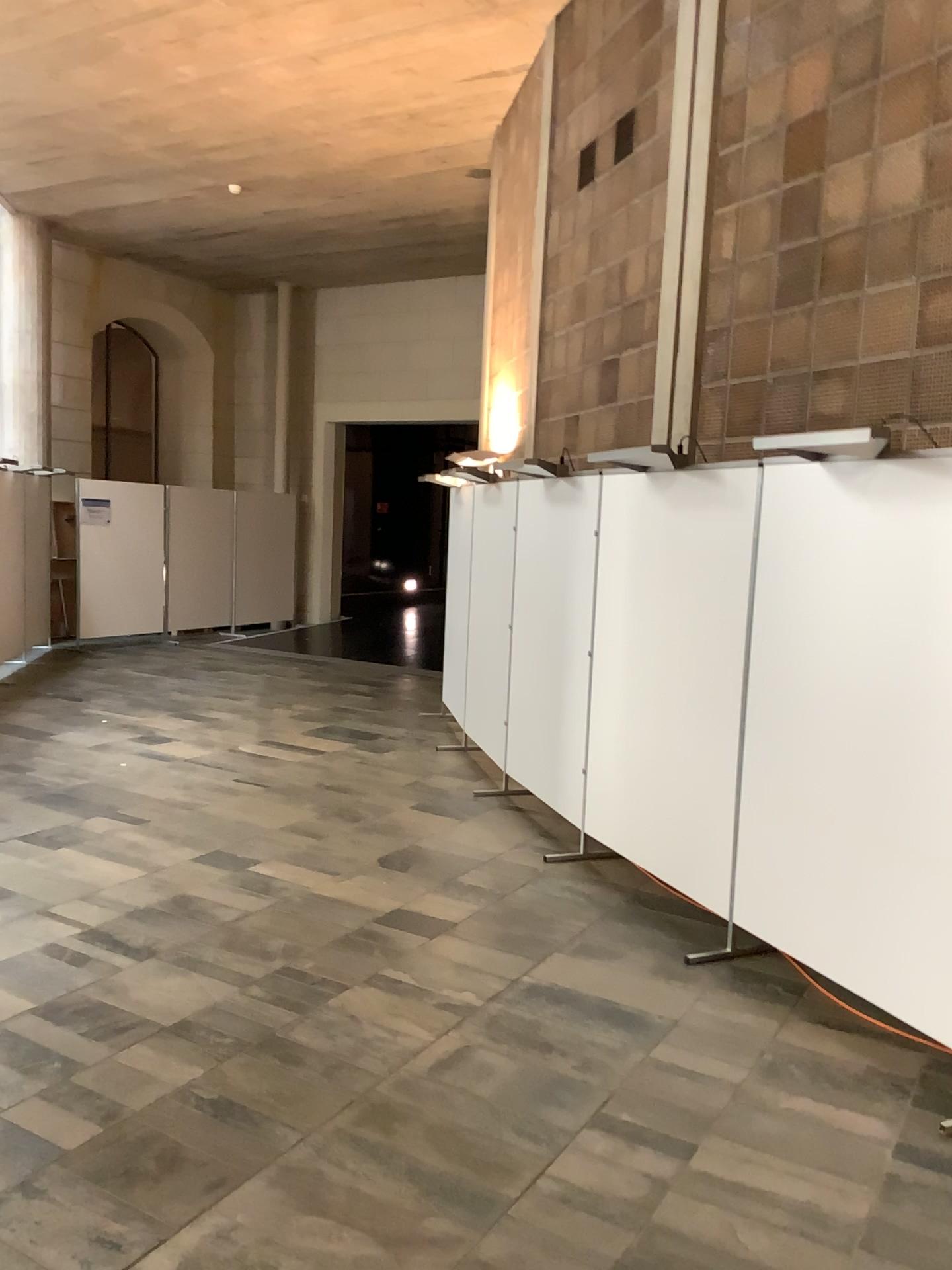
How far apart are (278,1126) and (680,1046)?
1.3 meters
